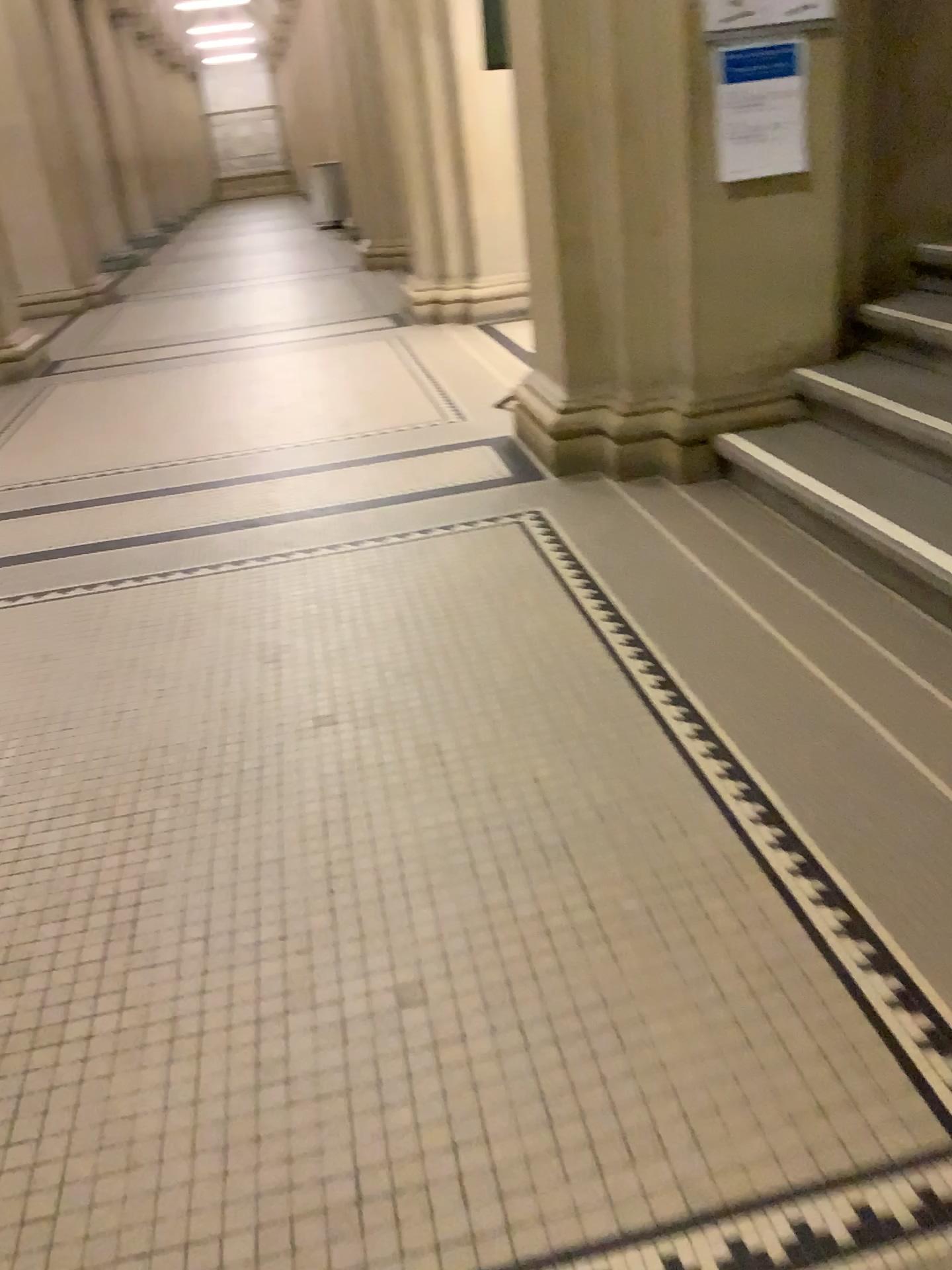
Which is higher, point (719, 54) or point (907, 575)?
point (719, 54)

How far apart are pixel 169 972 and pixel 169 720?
0.93m

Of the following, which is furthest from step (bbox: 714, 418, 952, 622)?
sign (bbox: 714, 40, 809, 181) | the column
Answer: sign (bbox: 714, 40, 809, 181)

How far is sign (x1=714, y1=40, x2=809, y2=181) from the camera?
3.2 meters

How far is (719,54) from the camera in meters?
3.2 m

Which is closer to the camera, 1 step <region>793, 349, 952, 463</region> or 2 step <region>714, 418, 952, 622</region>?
2 step <region>714, 418, 952, 622</region>

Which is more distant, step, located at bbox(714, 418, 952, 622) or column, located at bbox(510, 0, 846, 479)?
column, located at bbox(510, 0, 846, 479)

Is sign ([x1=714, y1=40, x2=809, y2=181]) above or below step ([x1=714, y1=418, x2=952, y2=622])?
above

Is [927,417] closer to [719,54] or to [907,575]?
[907,575]

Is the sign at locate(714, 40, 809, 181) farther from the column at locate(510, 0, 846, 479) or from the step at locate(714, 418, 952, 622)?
the step at locate(714, 418, 952, 622)
